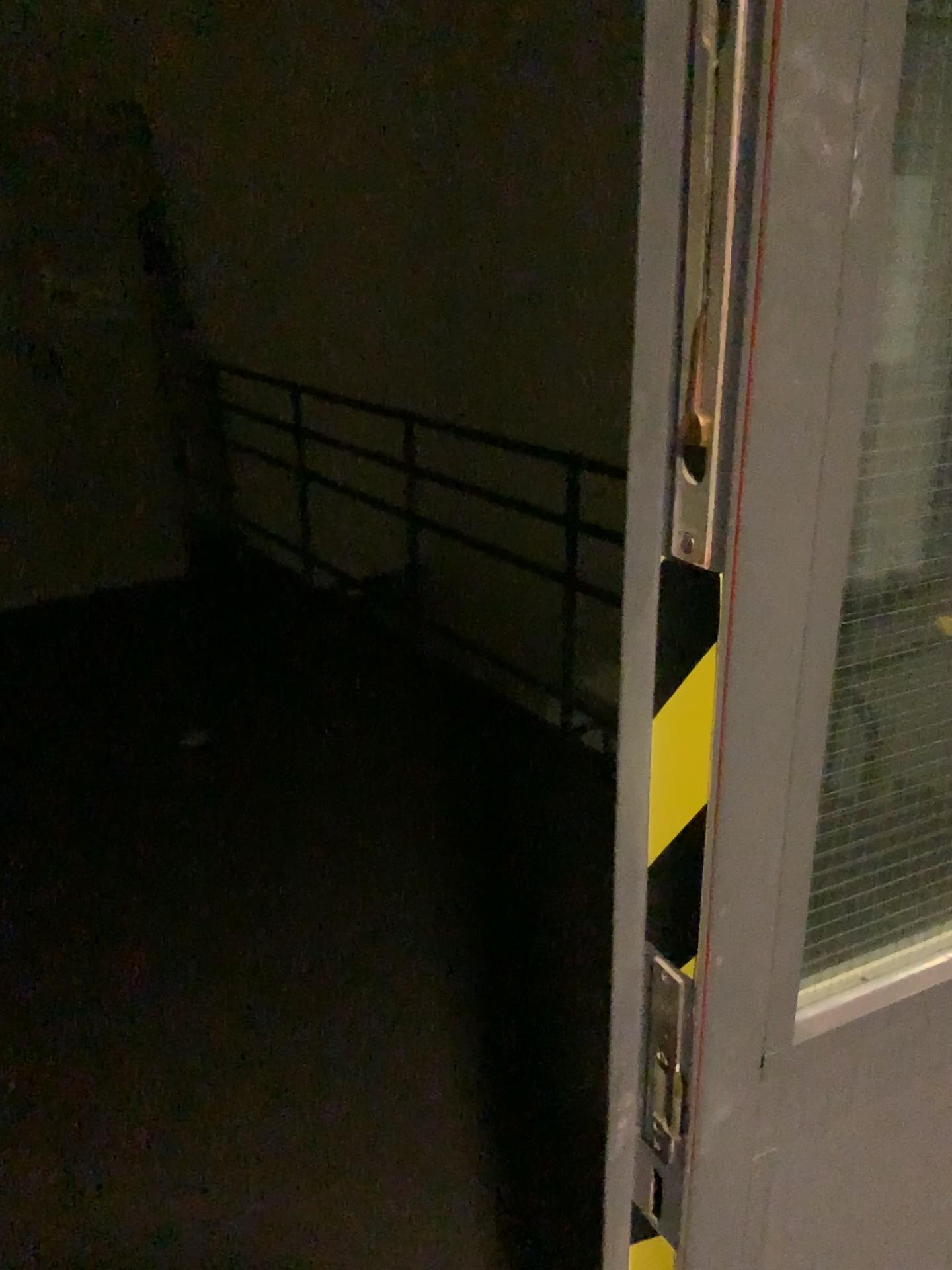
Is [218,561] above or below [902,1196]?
below

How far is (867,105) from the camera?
0.44m

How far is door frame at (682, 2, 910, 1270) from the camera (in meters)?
0.44
